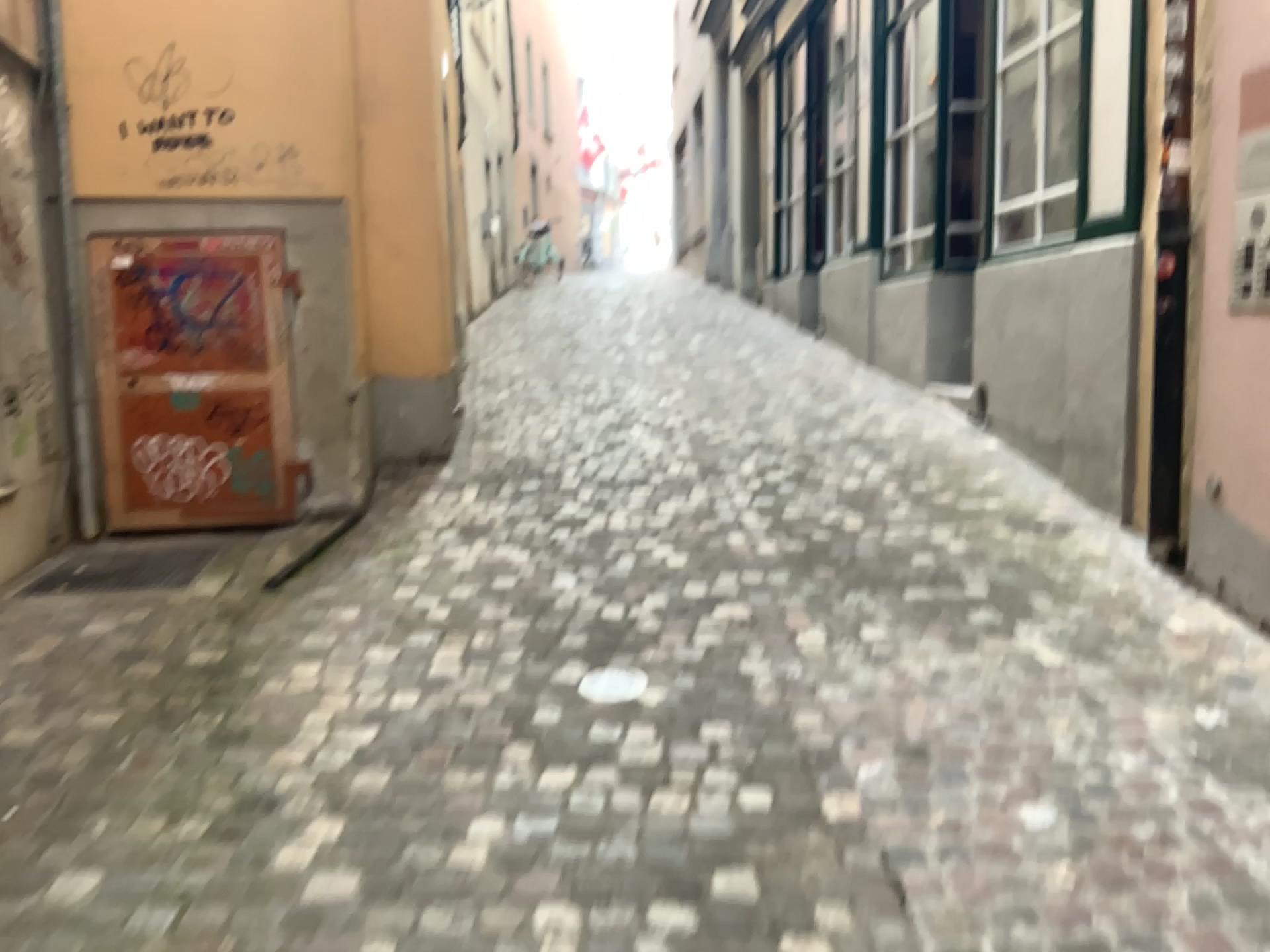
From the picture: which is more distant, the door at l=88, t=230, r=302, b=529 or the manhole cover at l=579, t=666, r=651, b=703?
the door at l=88, t=230, r=302, b=529

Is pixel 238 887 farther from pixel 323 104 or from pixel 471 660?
pixel 323 104

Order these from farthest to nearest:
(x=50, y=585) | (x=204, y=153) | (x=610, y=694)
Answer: (x=204, y=153)
(x=50, y=585)
(x=610, y=694)

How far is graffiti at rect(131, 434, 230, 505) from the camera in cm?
473

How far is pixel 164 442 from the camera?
4.73m

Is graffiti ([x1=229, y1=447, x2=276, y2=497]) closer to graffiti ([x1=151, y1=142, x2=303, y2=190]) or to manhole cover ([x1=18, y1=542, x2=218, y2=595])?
manhole cover ([x1=18, y1=542, x2=218, y2=595])

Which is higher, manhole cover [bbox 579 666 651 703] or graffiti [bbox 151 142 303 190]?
graffiti [bbox 151 142 303 190]

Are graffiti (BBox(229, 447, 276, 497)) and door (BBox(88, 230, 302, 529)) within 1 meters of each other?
yes

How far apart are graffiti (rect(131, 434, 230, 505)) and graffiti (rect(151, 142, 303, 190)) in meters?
1.1 m

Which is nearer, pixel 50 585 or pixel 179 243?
pixel 50 585
